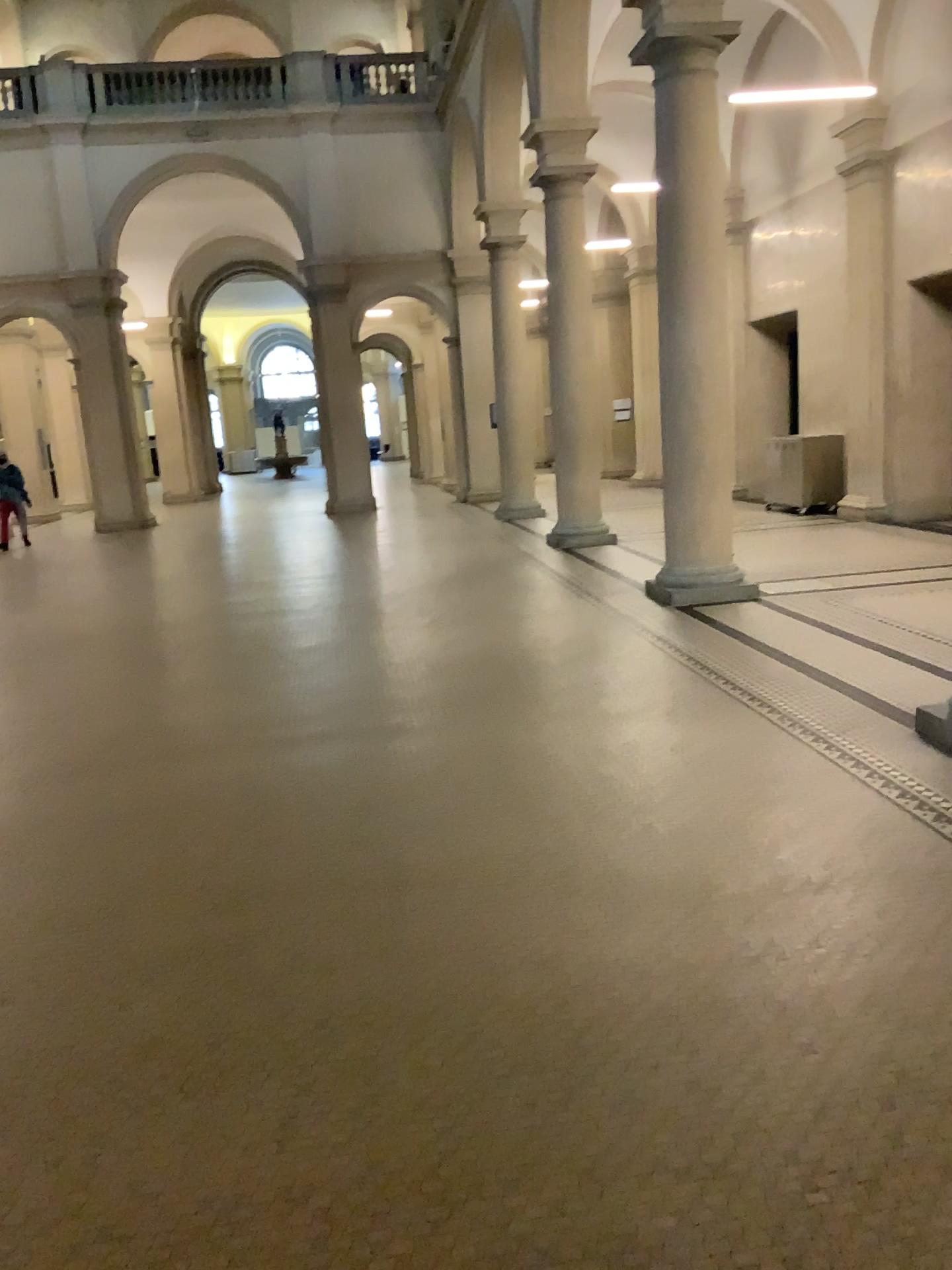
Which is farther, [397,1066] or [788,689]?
[788,689]
